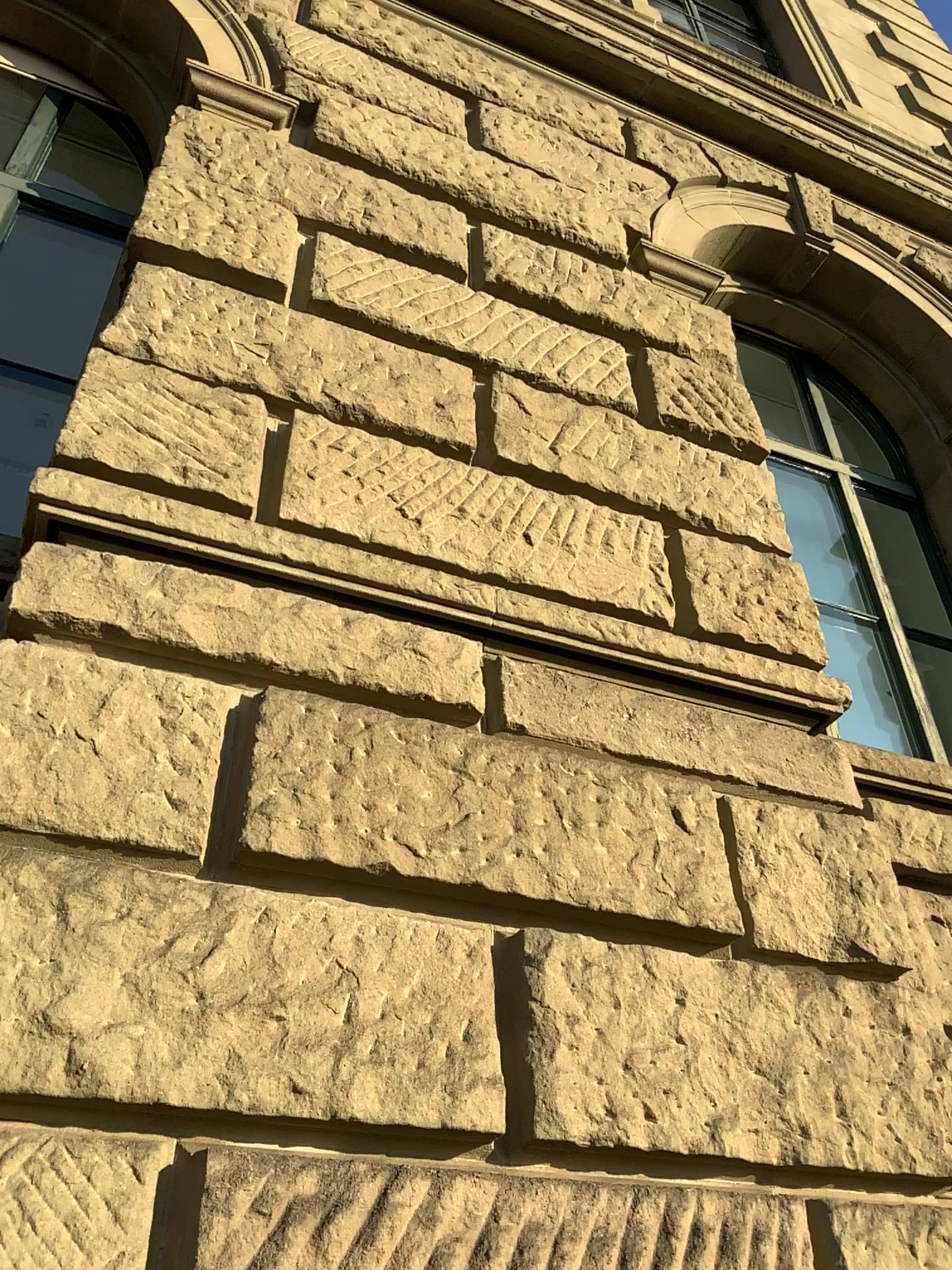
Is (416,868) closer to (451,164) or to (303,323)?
(303,323)
